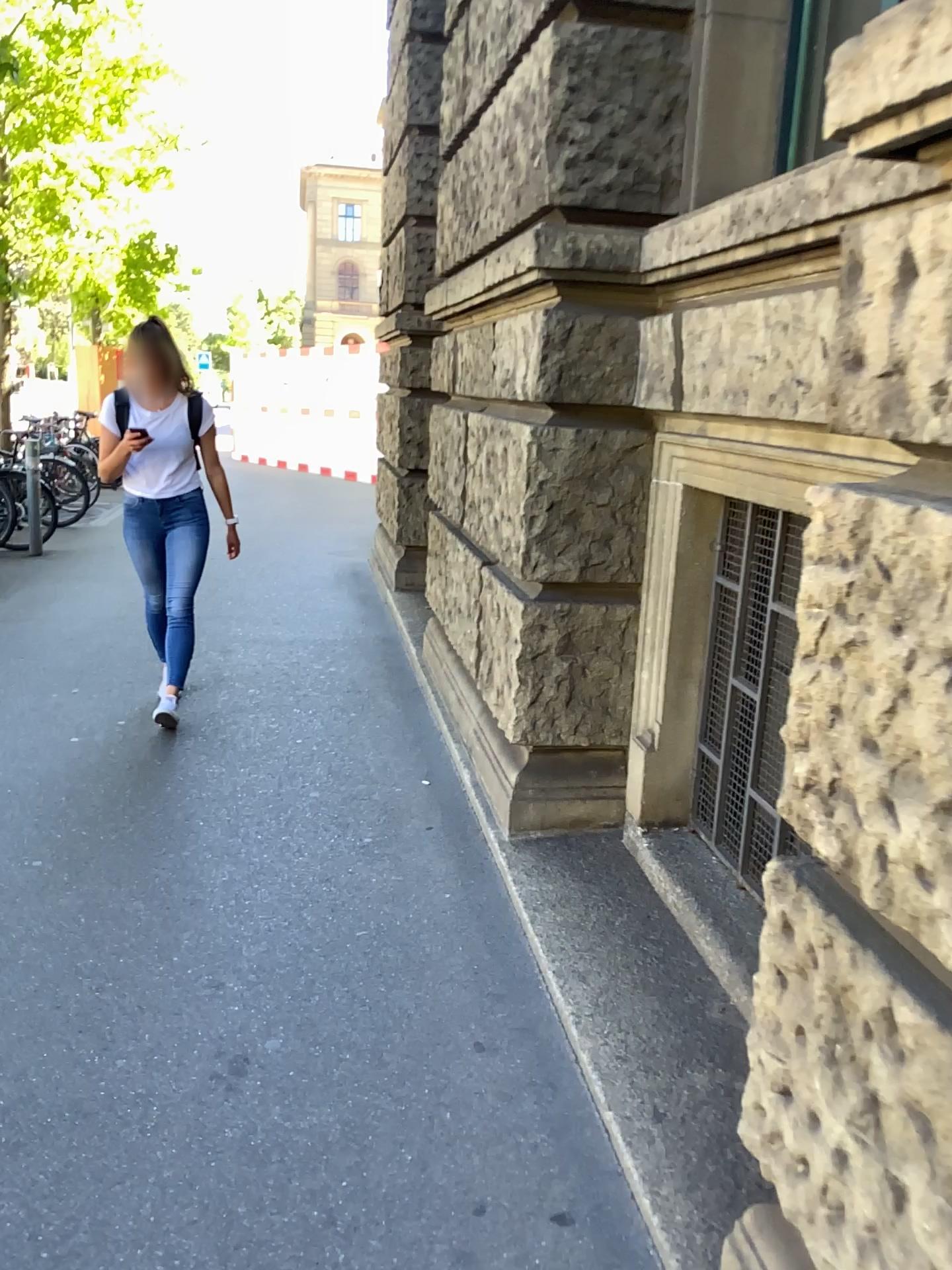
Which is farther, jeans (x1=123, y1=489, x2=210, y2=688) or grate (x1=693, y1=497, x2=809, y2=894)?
jeans (x1=123, y1=489, x2=210, y2=688)

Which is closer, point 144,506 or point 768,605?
point 768,605

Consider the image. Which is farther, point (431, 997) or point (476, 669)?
point (476, 669)
